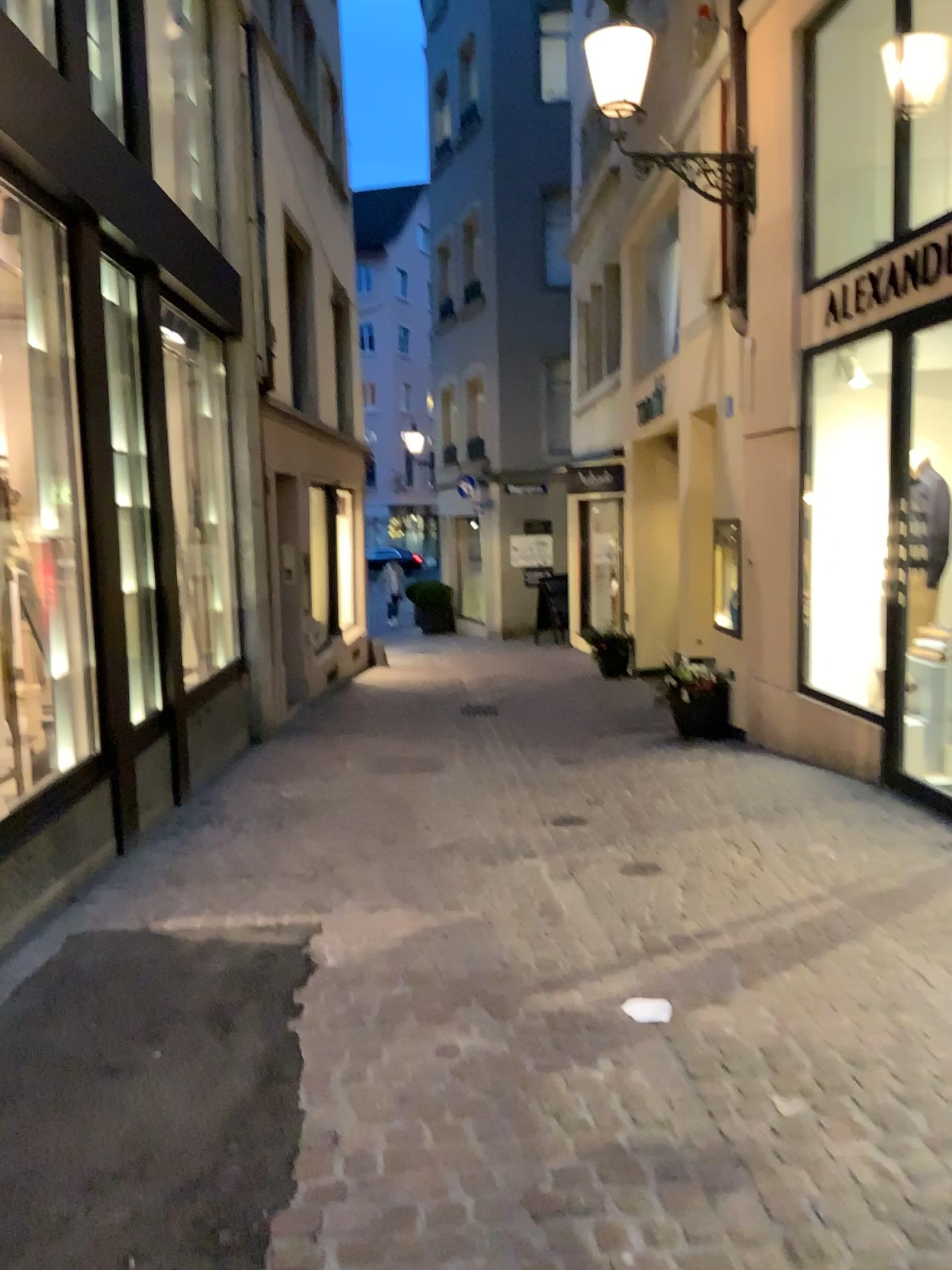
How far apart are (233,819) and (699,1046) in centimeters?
347cm
